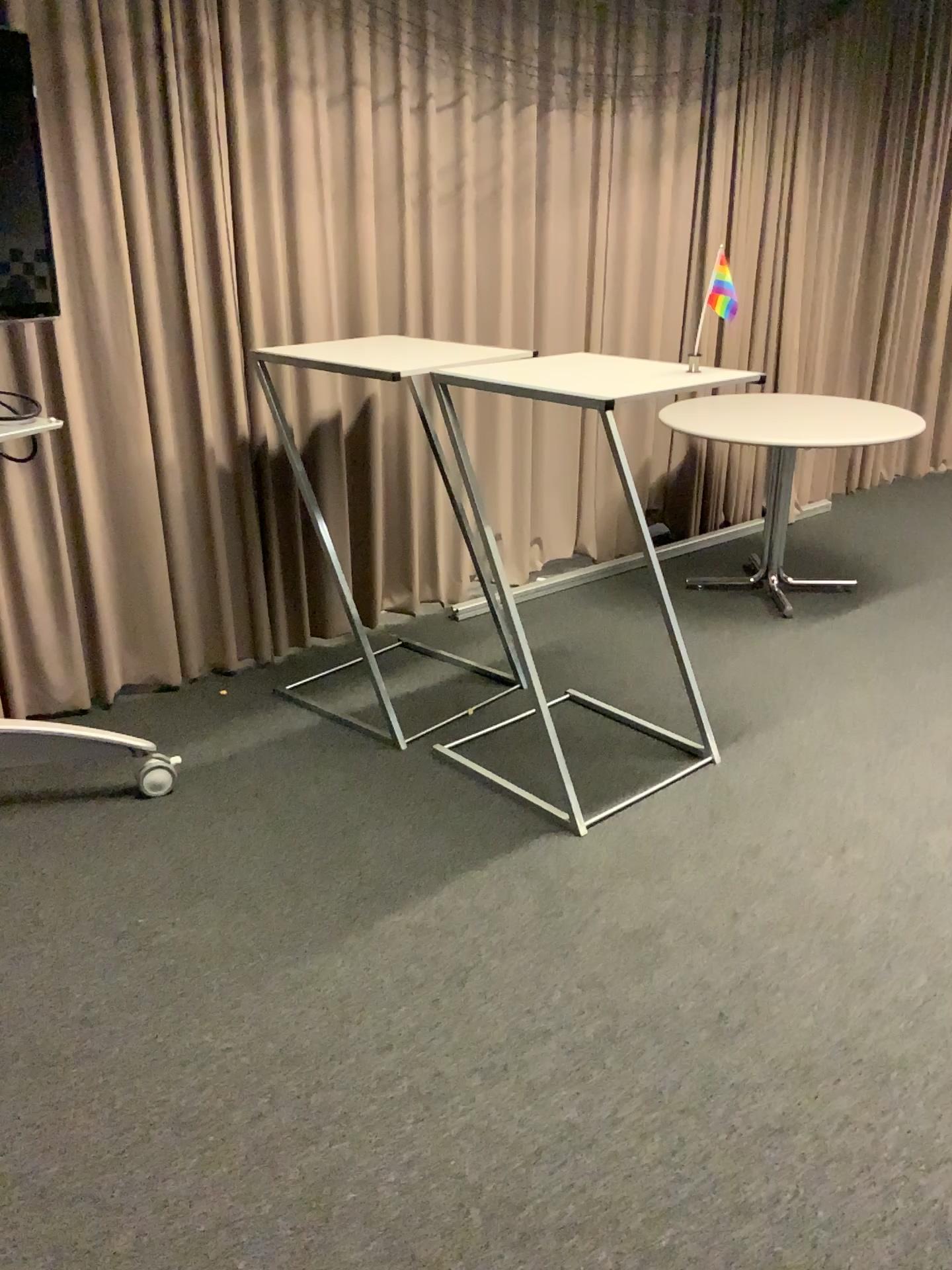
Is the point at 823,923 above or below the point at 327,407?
below
